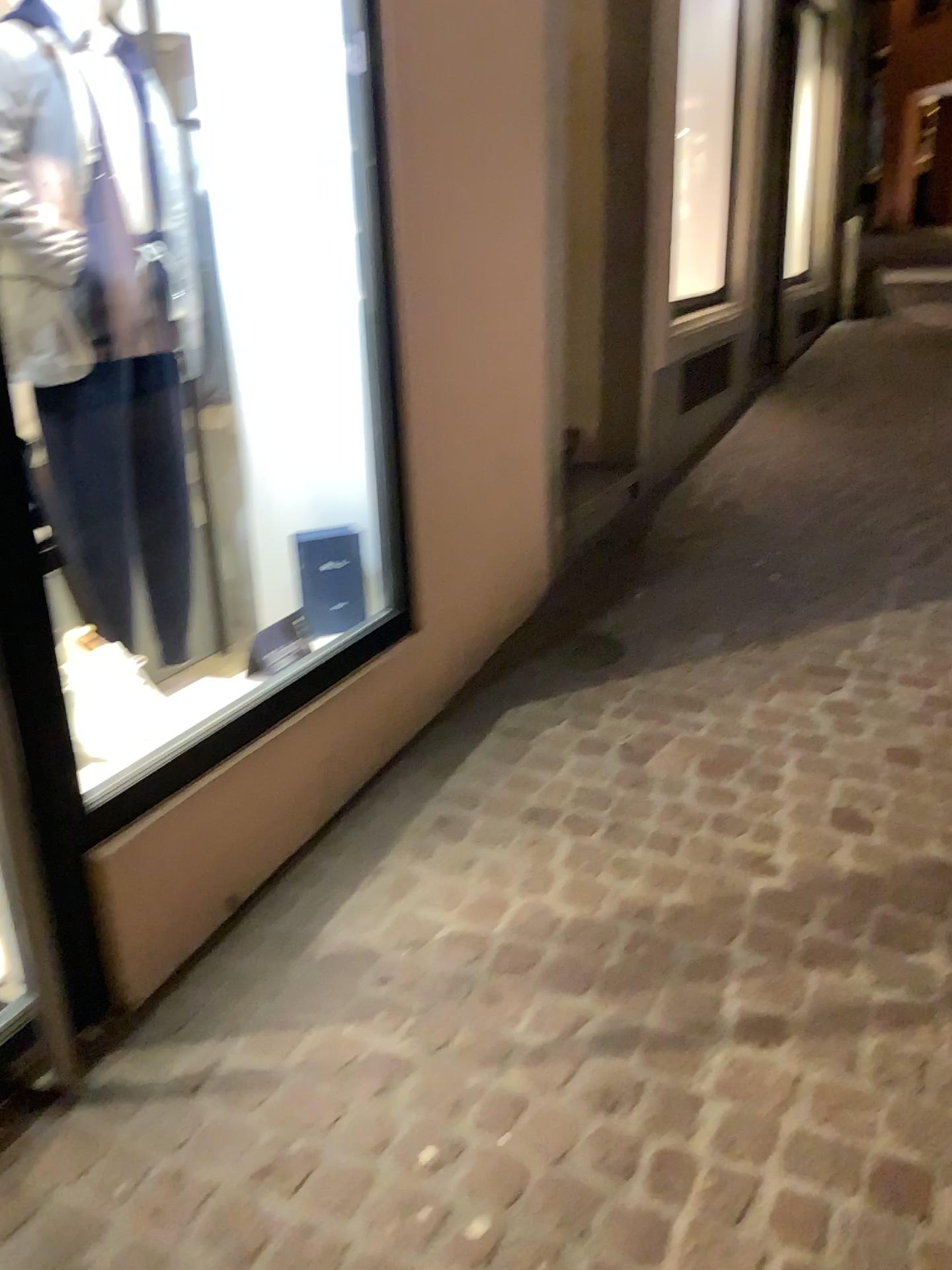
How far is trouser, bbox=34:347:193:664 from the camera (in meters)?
2.37

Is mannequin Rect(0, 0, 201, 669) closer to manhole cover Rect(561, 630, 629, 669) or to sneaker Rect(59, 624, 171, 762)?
sneaker Rect(59, 624, 171, 762)

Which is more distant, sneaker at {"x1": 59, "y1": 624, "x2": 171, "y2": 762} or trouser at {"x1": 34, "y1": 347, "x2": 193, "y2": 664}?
trouser at {"x1": 34, "y1": 347, "x2": 193, "y2": 664}

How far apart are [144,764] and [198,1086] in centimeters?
55cm

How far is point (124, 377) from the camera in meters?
2.4

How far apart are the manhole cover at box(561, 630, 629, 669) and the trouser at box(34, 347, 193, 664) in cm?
121

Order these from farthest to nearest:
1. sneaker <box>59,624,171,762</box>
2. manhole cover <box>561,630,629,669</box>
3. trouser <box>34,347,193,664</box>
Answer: manhole cover <box>561,630,629,669</box>, trouser <box>34,347,193,664</box>, sneaker <box>59,624,171,762</box>

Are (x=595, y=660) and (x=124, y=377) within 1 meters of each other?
no

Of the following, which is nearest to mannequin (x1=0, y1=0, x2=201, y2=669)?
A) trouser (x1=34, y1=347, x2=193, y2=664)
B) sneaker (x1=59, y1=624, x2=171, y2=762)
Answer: trouser (x1=34, y1=347, x2=193, y2=664)

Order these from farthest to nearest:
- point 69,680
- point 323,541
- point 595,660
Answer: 1. point 595,660
2. point 323,541
3. point 69,680
